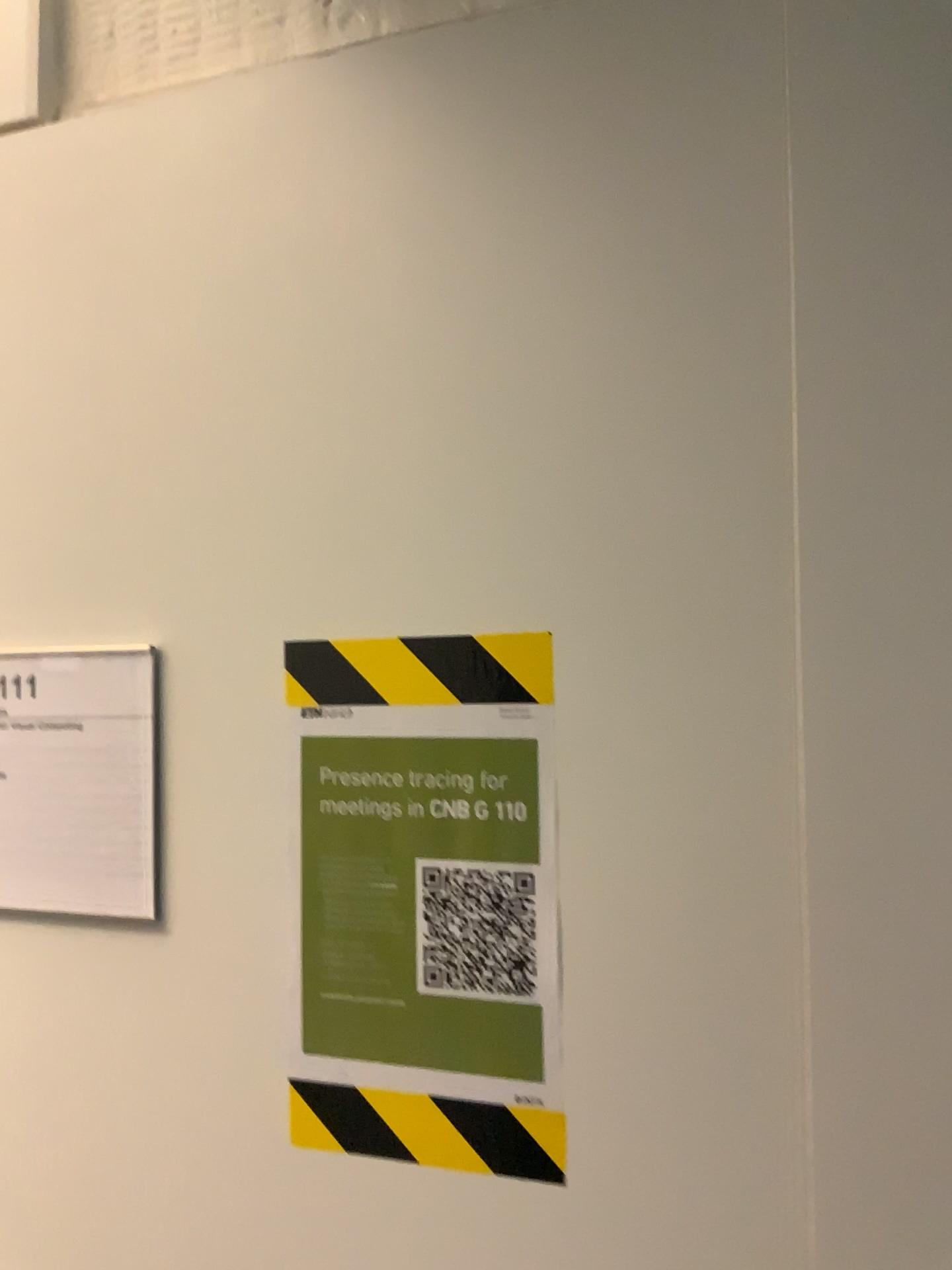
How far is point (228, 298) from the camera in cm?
82

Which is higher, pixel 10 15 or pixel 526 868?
pixel 10 15

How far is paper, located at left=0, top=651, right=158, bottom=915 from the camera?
0.8m

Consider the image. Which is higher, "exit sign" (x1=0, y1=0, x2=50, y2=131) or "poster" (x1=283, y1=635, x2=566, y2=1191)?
"exit sign" (x1=0, y1=0, x2=50, y2=131)

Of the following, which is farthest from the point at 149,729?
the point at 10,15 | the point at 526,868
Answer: the point at 10,15

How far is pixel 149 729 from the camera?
0.8m

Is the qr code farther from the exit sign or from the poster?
the exit sign

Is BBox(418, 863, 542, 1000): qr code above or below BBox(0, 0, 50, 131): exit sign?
below

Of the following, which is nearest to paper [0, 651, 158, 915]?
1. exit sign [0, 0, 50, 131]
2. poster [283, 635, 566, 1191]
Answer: poster [283, 635, 566, 1191]

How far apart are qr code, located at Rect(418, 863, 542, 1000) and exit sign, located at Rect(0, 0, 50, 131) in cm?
71
